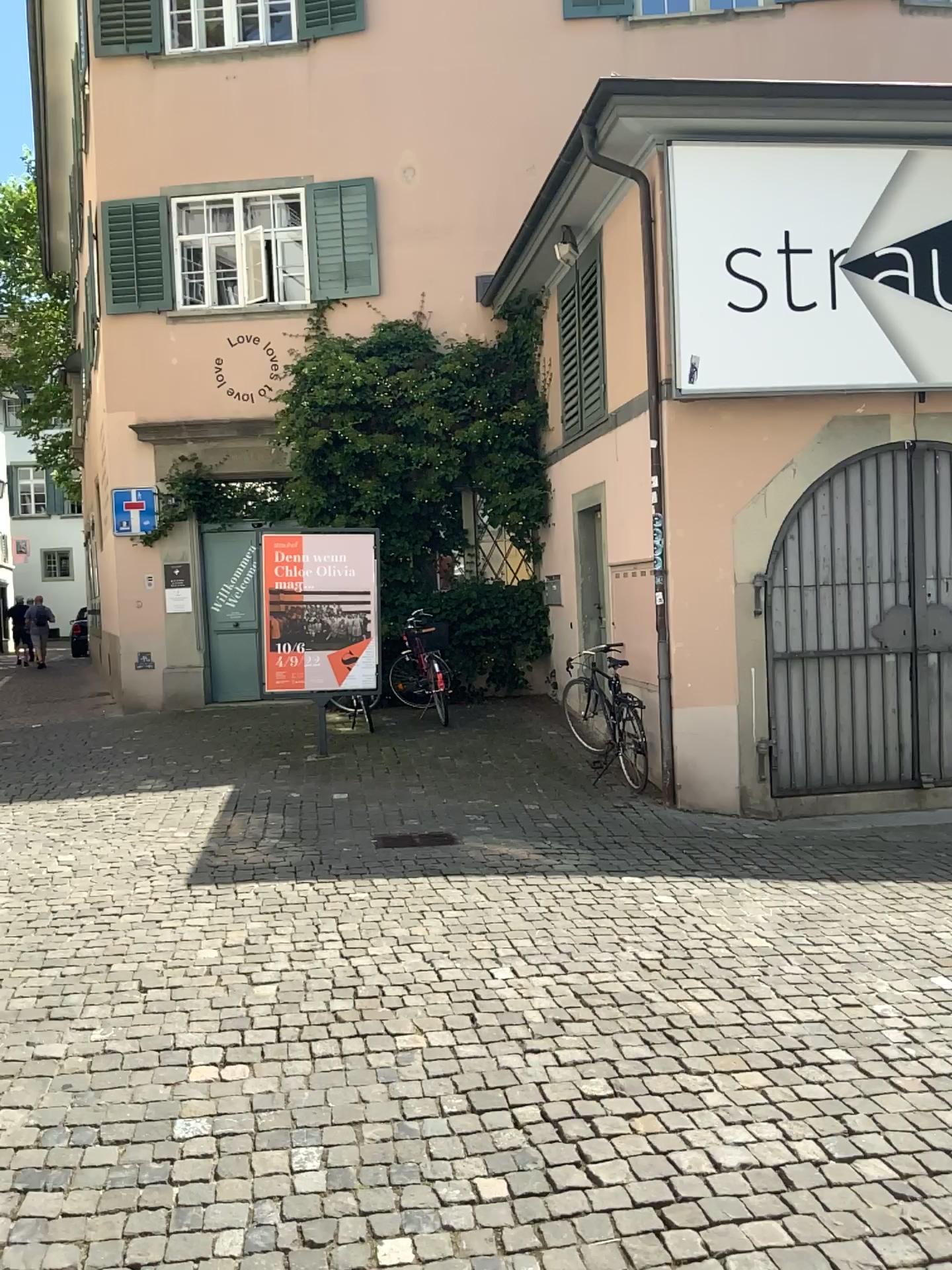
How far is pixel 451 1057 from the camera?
3.5 meters
